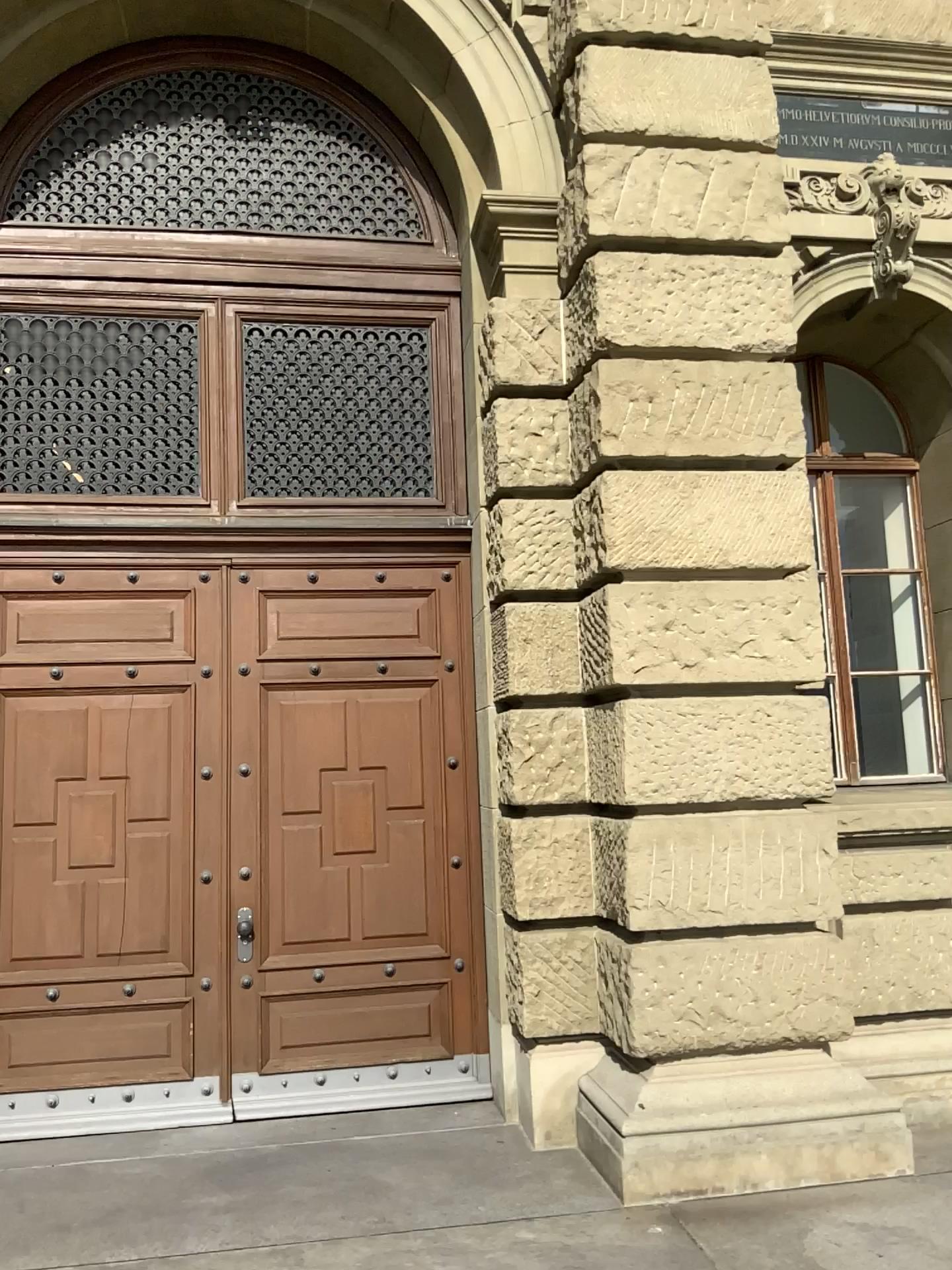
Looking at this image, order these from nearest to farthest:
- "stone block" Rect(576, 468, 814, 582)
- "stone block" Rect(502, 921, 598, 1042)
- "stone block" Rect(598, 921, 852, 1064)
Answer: "stone block" Rect(598, 921, 852, 1064), "stone block" Rect(576, 468, 814, 582), "stone block" Rect(502, 921, 598, 1042)

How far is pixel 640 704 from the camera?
4.5 meters

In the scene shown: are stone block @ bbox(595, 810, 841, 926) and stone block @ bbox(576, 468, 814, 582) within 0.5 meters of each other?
no

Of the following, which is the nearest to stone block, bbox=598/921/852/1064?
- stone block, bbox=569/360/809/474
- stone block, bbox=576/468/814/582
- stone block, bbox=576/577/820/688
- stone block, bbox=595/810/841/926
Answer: stone block, bbox=595/810/841/926

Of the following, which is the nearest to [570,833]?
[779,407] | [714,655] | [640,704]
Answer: [640,704]

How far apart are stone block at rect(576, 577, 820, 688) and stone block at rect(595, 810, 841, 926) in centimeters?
61cm

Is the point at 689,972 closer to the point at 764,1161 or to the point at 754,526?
the point at 764,1161

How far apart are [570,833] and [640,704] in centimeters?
76cm

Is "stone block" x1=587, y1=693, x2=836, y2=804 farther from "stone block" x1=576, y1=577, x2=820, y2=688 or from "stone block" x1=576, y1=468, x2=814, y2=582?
"stone block" x1=576, y1=468, x2=814, y2=582

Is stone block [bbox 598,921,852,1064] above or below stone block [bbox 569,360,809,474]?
below
